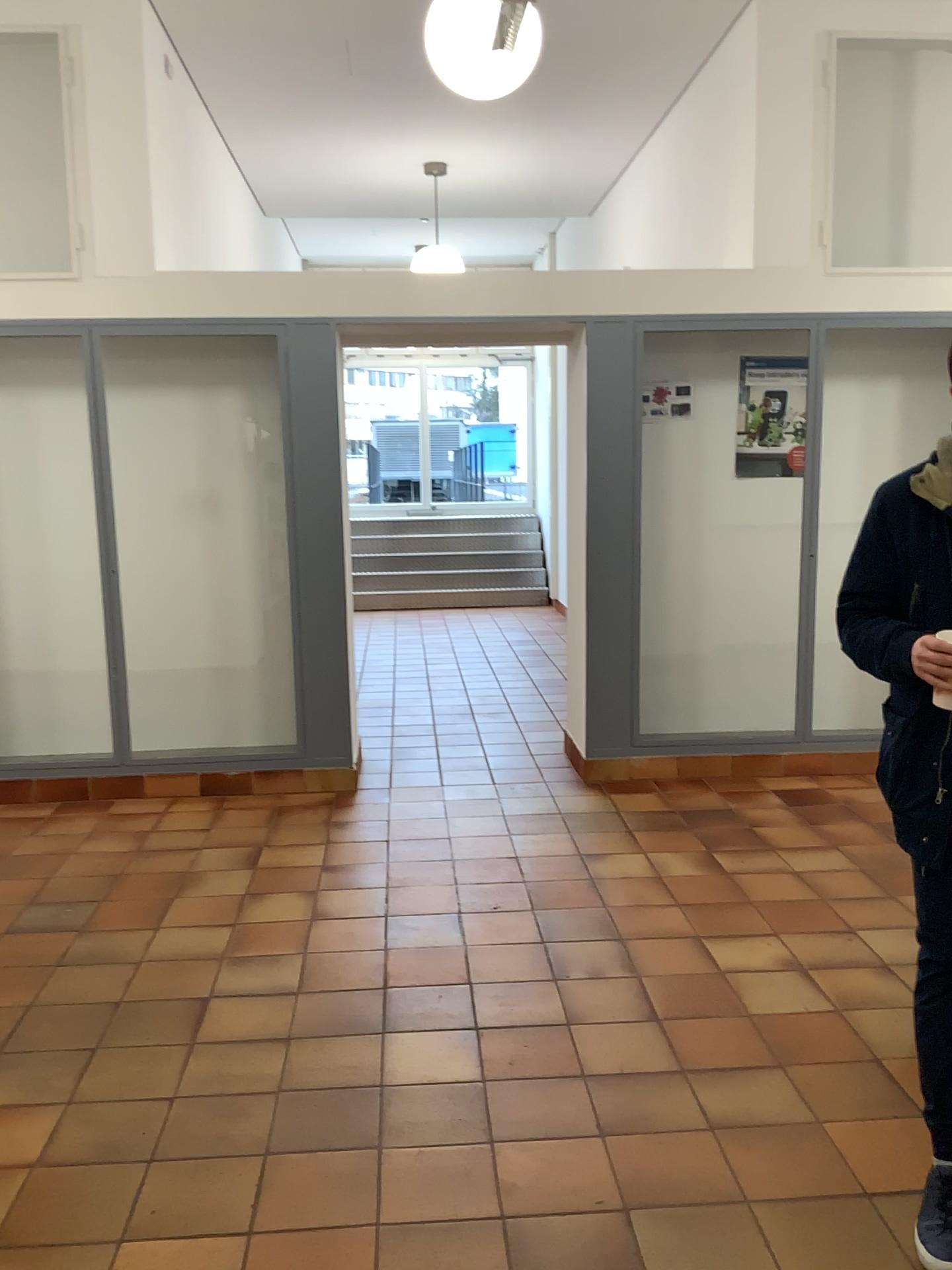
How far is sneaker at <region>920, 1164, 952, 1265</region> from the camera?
2.0 meters

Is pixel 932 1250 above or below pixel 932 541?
below

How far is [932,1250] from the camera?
2.0m

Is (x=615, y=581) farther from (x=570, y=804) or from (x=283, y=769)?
(x=283, y=769)
